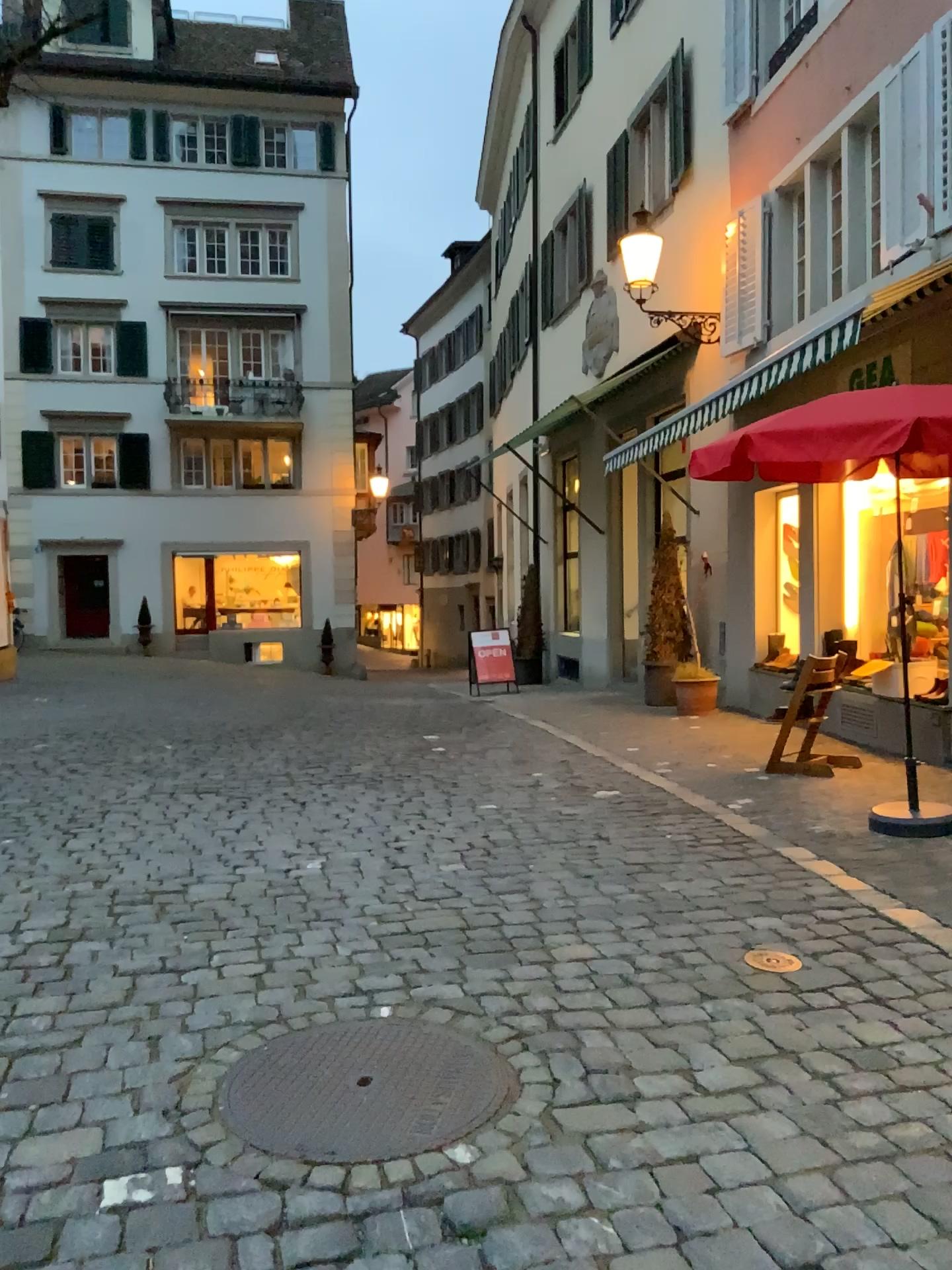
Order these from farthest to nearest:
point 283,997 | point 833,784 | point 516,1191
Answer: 1. point 833,784
2. point 283,997
3. point 516,1191
